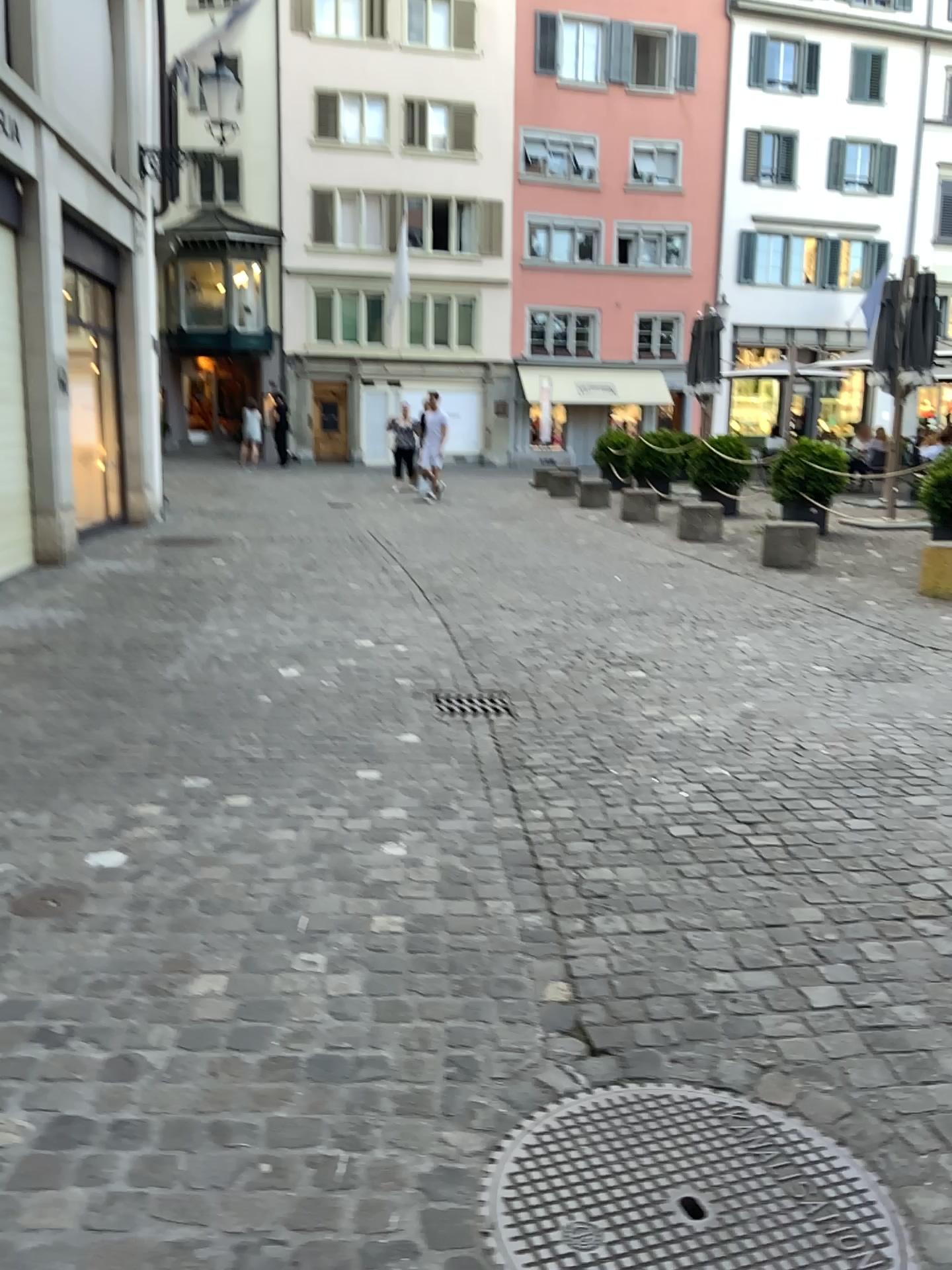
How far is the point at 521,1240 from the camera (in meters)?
1.73

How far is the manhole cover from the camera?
1.7 meters

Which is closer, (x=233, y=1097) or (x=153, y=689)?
(x=233, y=1097)
